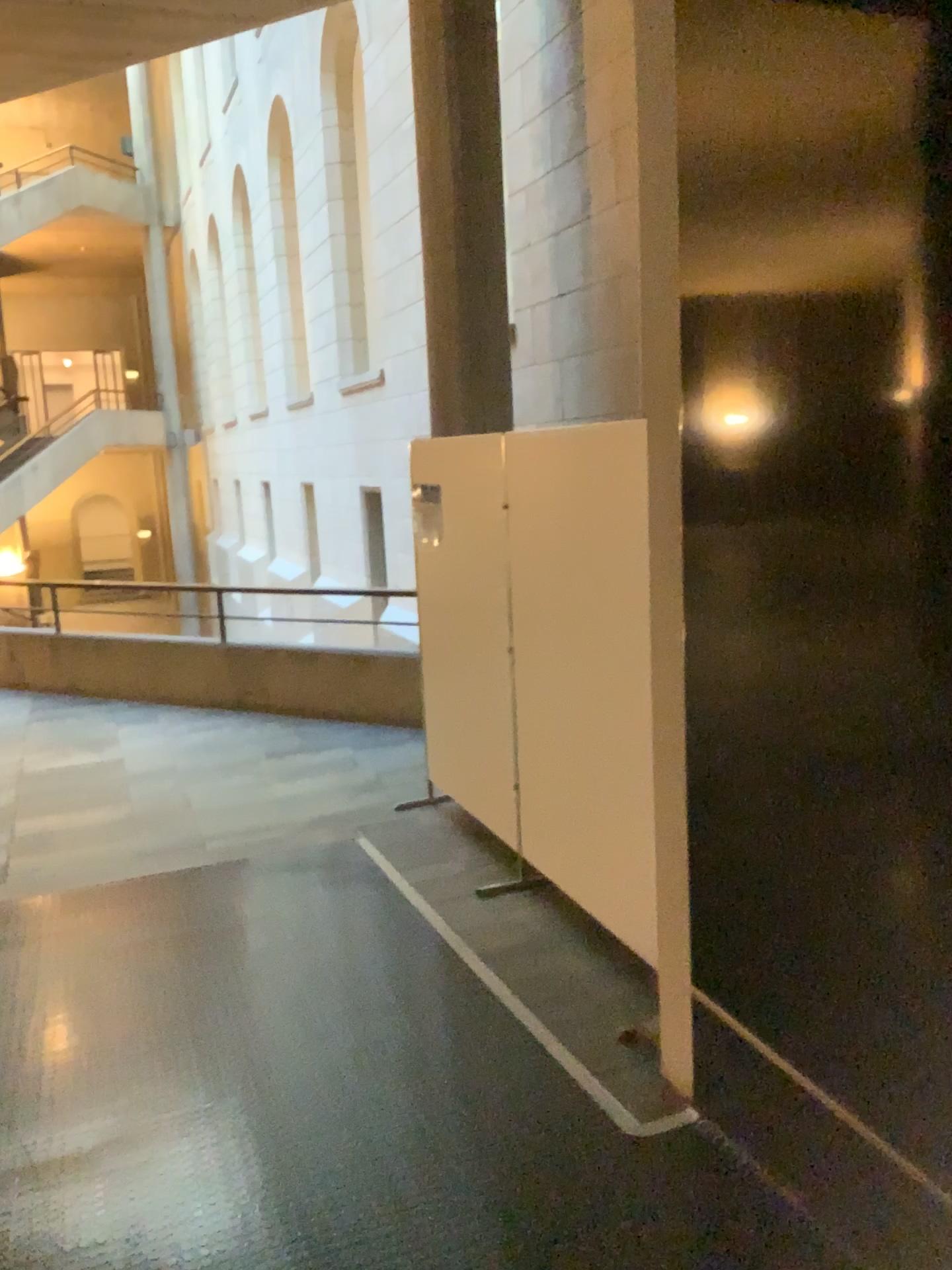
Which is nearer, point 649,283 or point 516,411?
point 649,283
